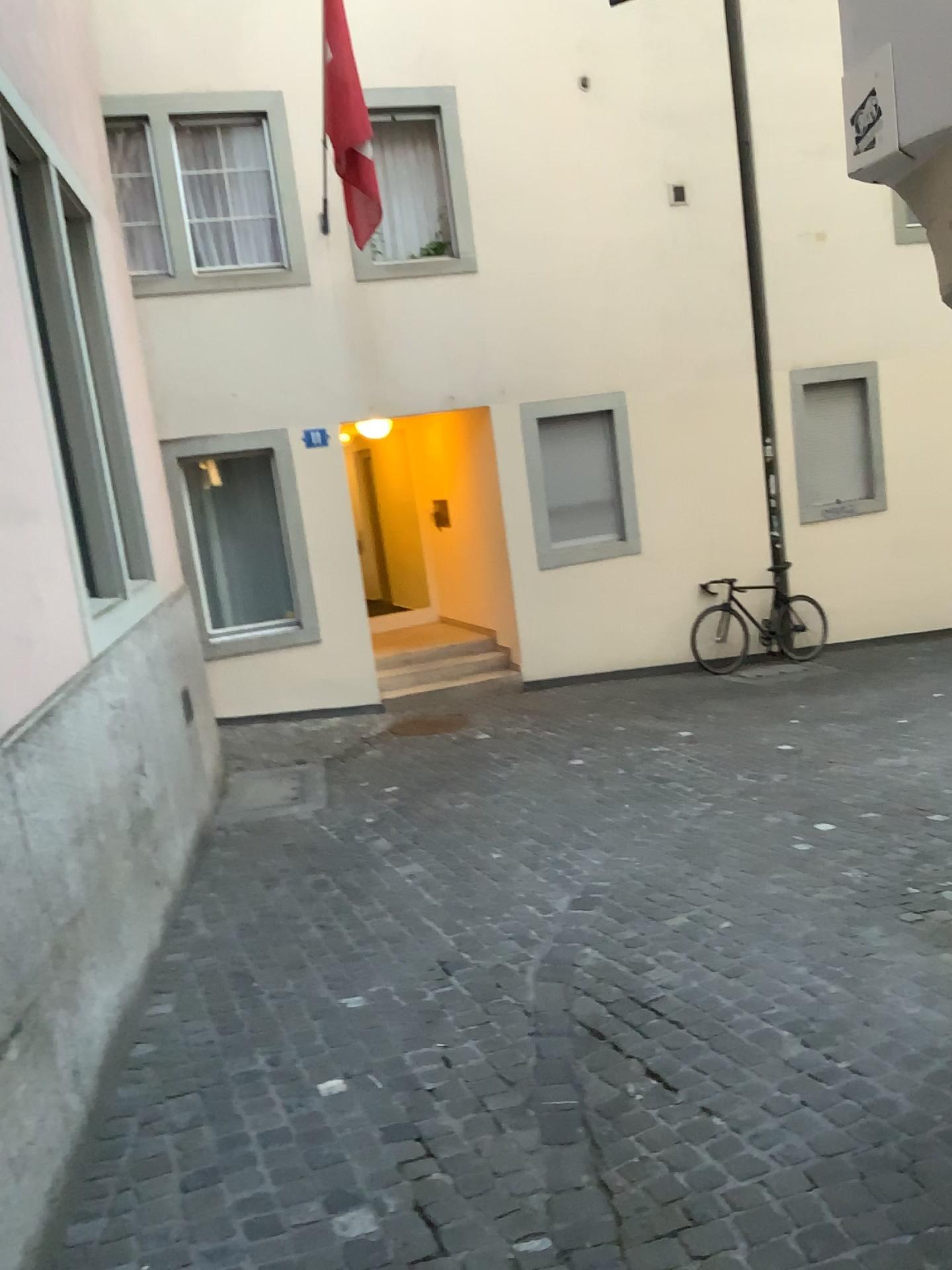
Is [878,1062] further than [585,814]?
No
